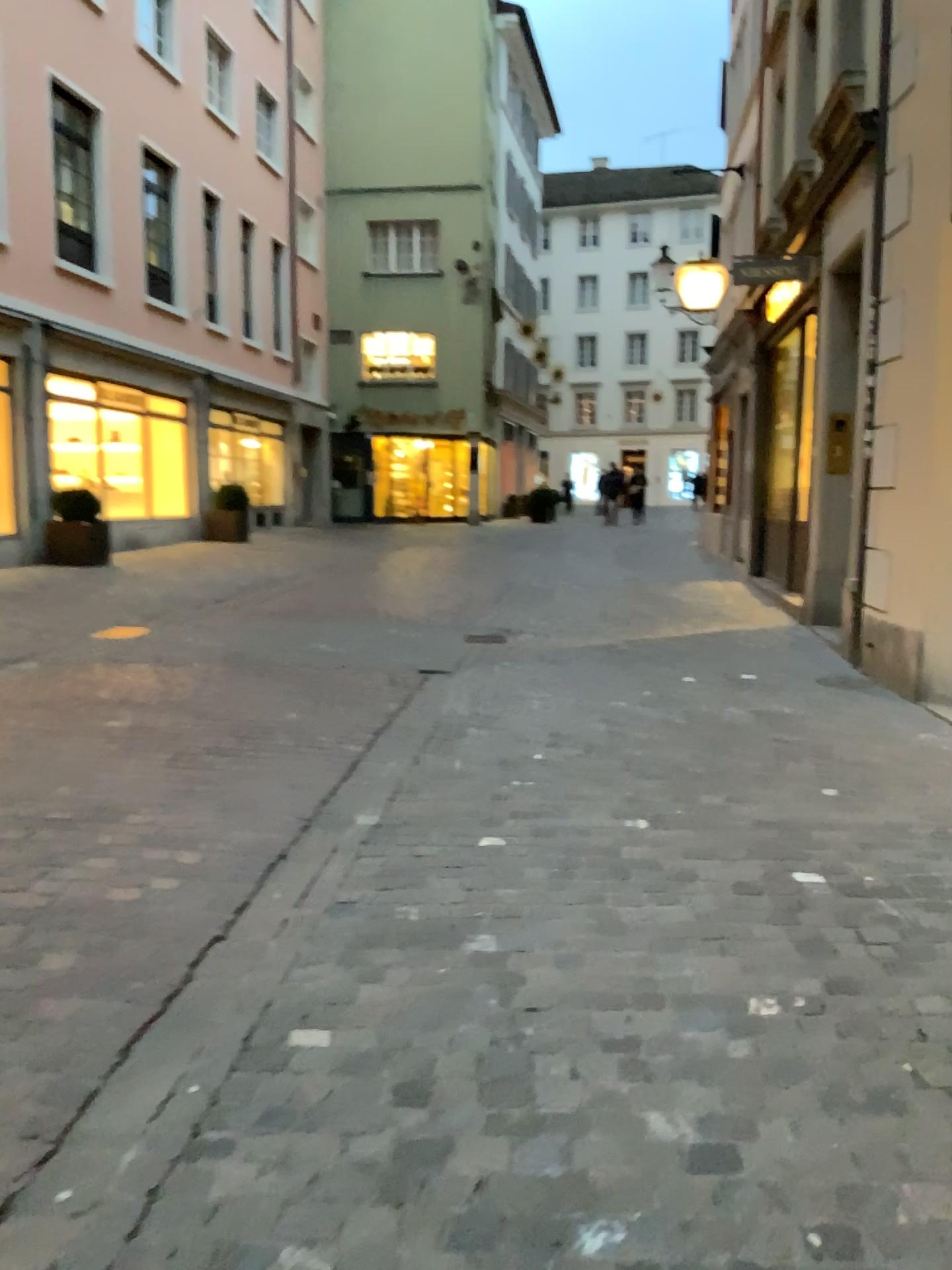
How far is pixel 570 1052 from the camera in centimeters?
230cm
